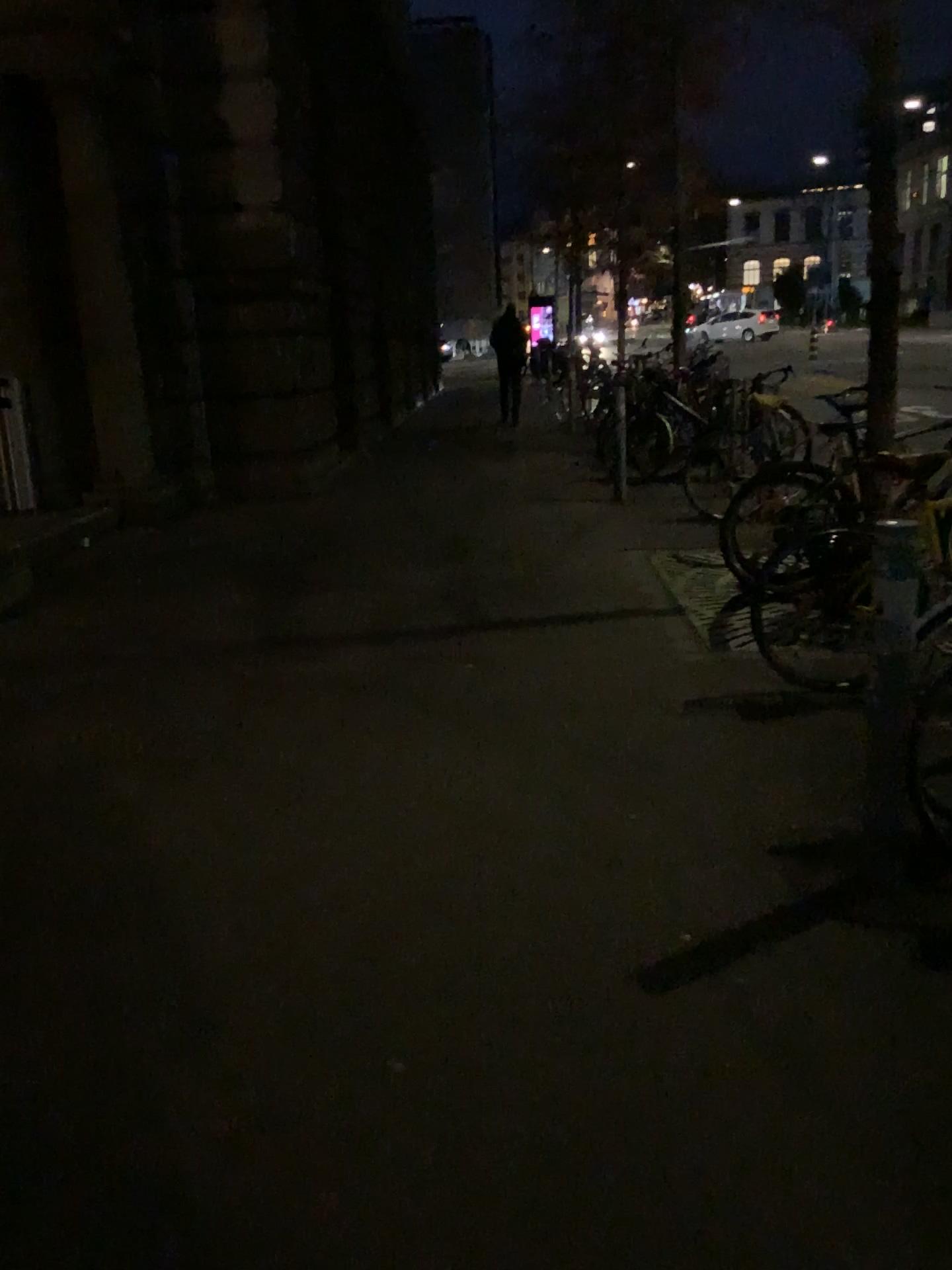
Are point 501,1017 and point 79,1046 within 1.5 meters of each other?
yes
